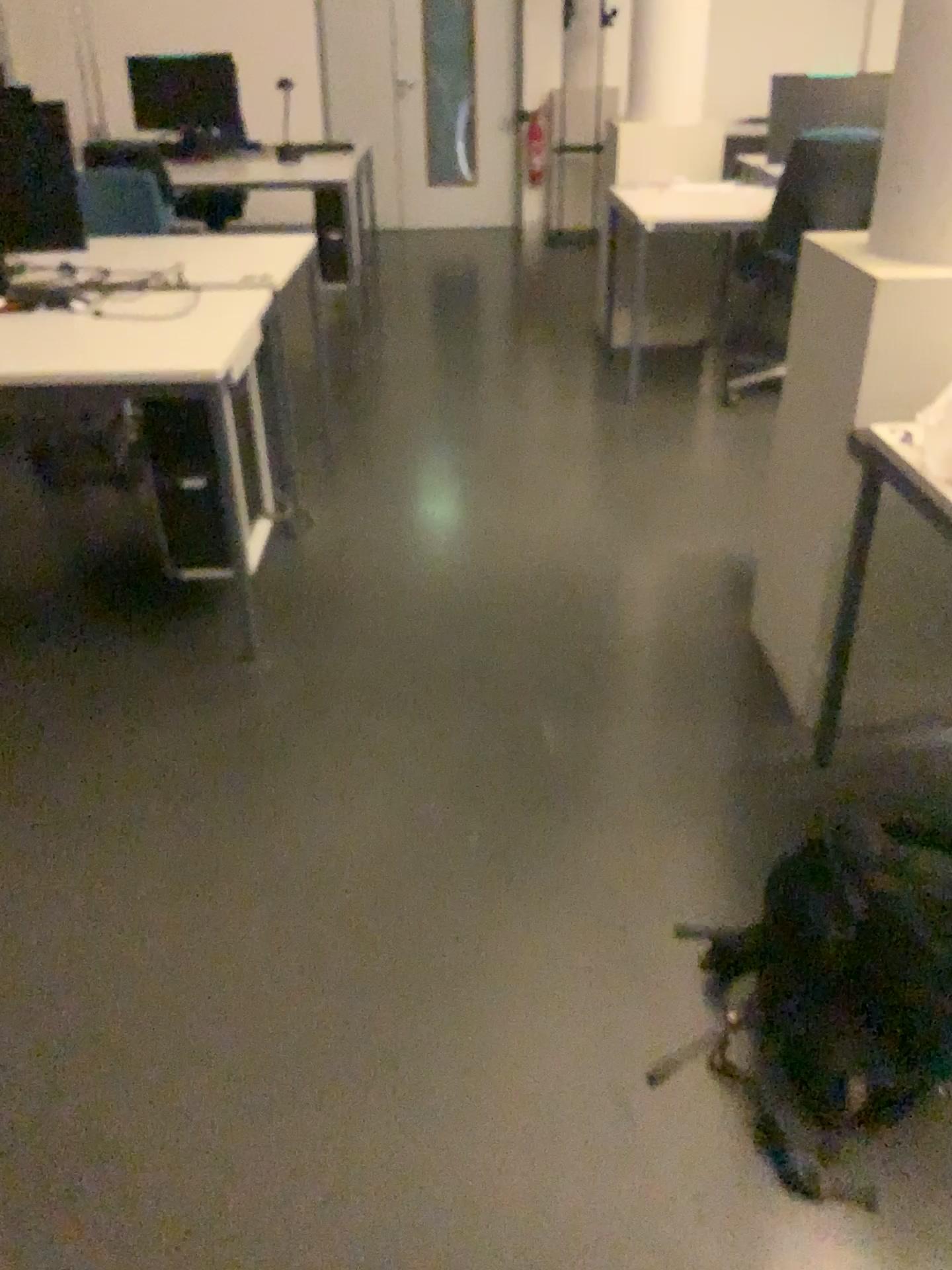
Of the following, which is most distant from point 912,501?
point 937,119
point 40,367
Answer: point 40,367

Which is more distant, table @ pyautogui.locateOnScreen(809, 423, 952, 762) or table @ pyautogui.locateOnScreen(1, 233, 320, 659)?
table @ pyautogui.locateOnScreen(1, 233, 320, 659)

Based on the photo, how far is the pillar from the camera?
1.90m

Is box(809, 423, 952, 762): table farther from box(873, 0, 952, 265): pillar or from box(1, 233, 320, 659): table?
box(1, 233, 320, 659): table

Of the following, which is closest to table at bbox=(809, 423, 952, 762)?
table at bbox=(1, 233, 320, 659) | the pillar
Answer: the pillar

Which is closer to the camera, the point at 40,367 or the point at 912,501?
the point at 912,501

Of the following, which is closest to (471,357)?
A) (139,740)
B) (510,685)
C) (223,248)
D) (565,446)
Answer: (565,446)

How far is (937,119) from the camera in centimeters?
190cm

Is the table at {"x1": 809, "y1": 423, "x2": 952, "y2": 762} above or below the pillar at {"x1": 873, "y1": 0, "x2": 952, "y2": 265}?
below
